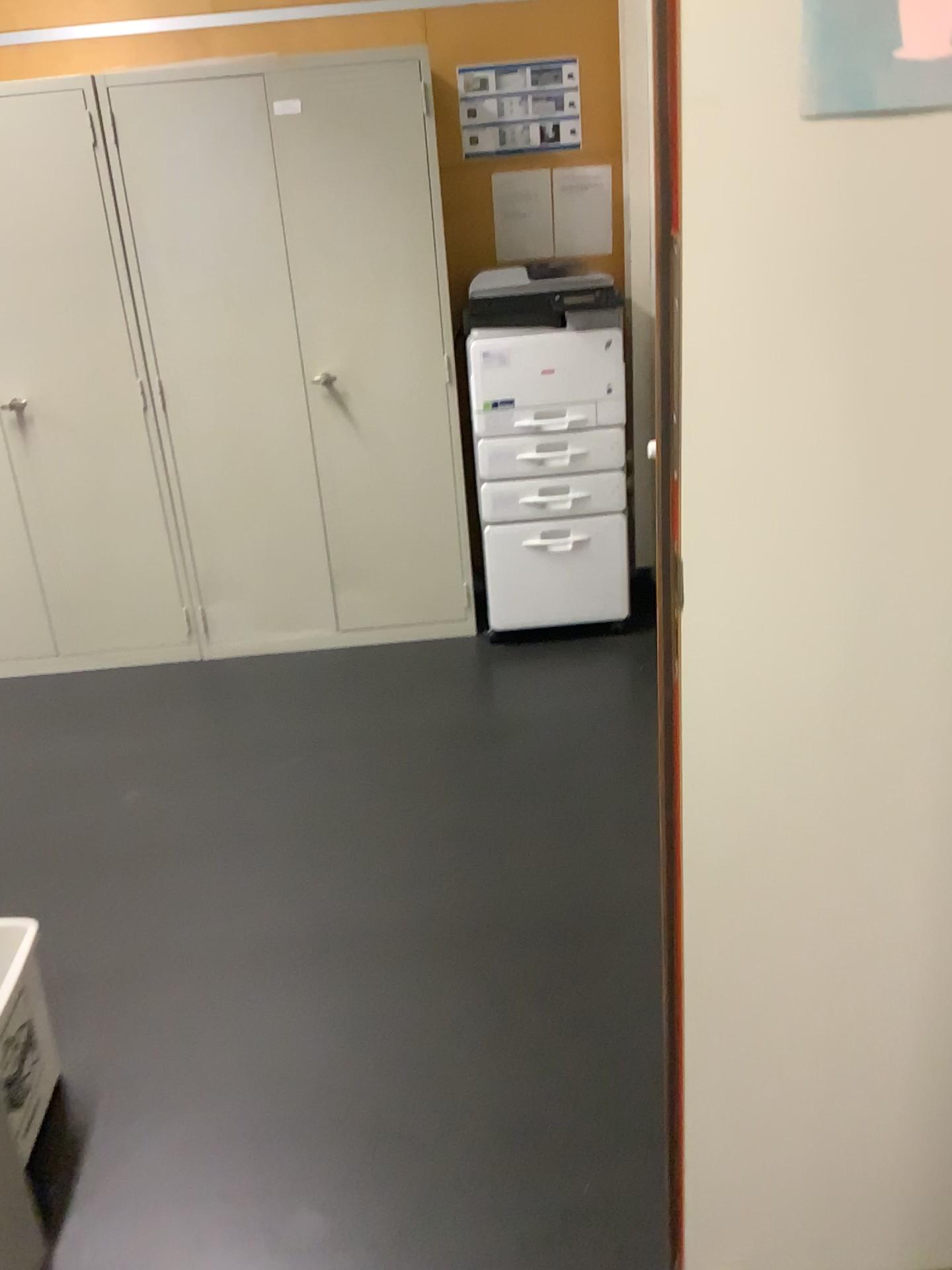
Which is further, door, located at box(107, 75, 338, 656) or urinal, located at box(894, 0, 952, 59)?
door, located at box(107, 75, 338, 656)

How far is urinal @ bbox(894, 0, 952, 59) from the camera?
0.88m

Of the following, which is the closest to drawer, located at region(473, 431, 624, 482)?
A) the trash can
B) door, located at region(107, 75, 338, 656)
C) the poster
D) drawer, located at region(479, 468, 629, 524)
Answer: drawer, located at region(479, 468, 629, 524)

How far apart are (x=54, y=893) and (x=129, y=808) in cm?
37

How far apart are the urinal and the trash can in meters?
1.7

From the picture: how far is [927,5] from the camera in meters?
0.9 m

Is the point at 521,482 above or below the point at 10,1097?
above

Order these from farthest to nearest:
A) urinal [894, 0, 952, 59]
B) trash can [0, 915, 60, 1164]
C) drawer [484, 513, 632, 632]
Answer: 1. drawer [484, 513, 632, 632]
2. trash can [0, 915, 60, 1164]
3. urinal [894, 0, 952, 59]

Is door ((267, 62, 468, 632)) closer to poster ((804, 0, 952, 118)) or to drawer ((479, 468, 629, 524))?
drawer ((479, 468, 629, 524))

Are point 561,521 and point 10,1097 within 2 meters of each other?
no
